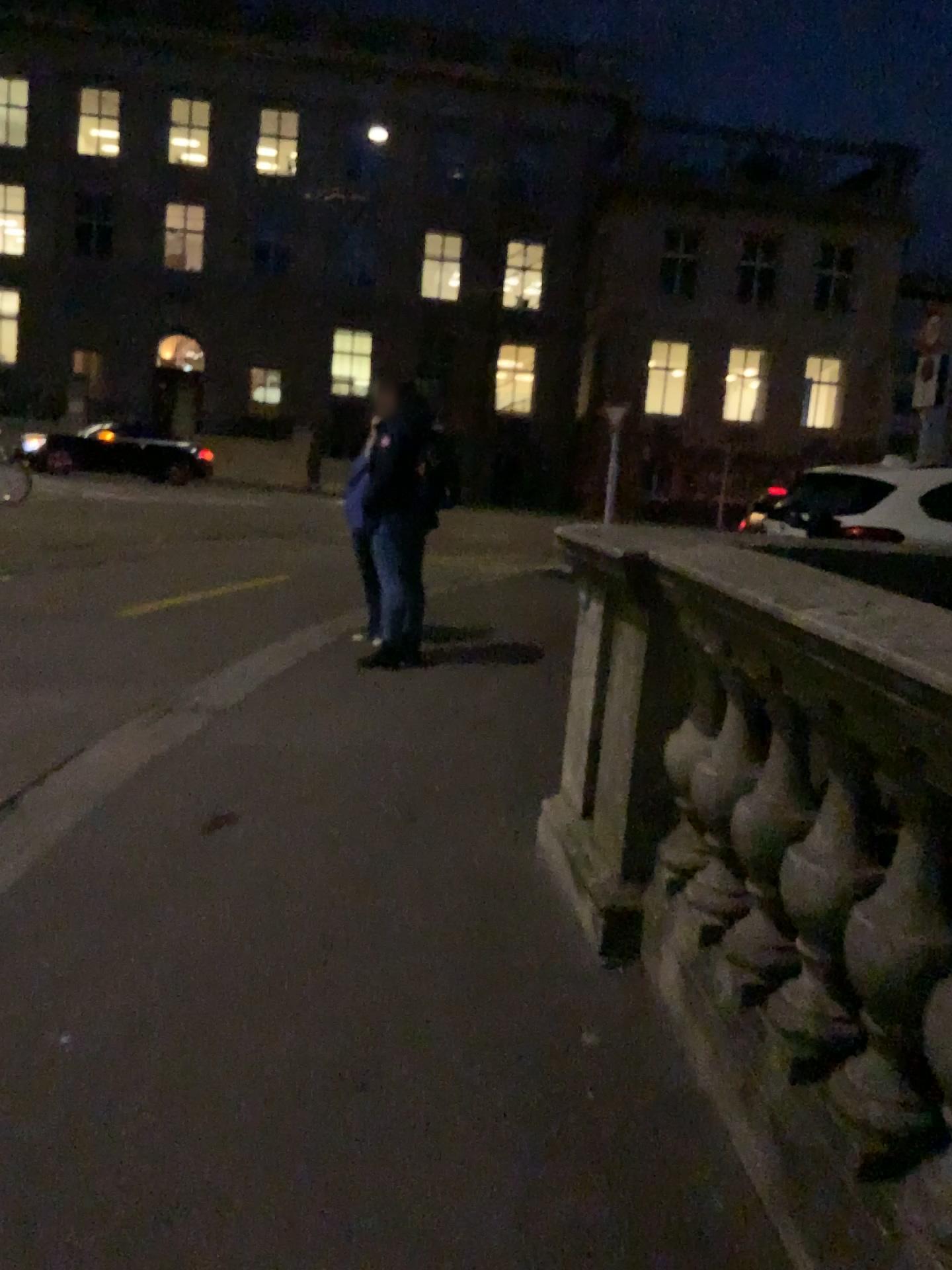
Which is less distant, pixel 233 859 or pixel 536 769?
pixel 233 859
